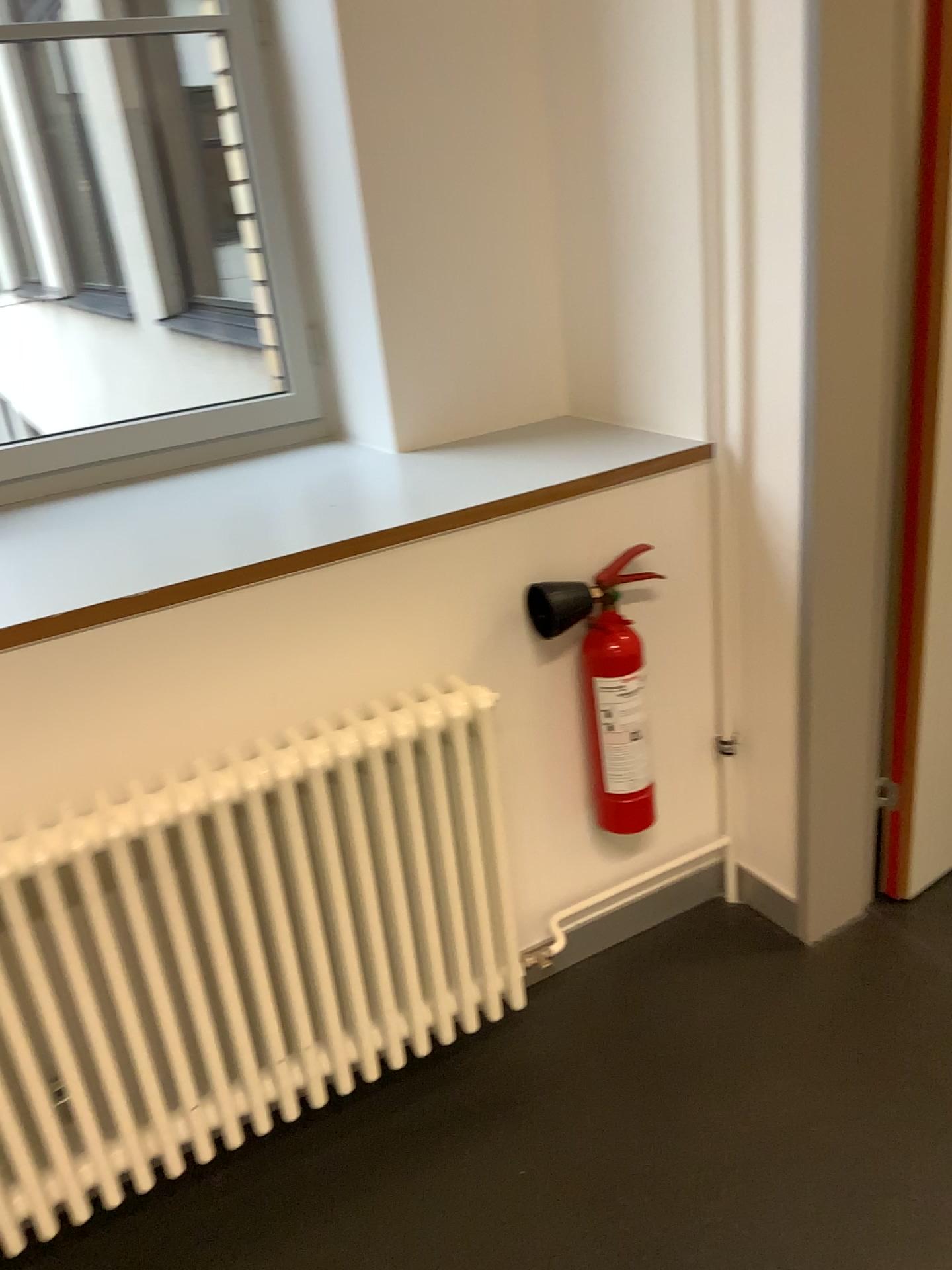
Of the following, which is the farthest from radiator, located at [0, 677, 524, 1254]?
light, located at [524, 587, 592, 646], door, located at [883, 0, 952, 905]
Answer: door, located at [883, 0, 952, 905]

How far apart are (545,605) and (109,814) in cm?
77

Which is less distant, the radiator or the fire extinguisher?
the radiator

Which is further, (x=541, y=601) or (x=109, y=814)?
(x=541, y=601)

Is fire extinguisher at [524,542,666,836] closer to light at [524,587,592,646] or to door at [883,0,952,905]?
light at [524,587,592,646]

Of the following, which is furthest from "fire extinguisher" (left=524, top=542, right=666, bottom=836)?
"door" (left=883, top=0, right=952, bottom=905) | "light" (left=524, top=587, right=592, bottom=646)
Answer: "door" (left=883, top=0, right=952, bottom=905)

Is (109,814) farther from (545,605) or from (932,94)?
(932,94)

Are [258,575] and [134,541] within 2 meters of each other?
yes

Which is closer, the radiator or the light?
the radiator

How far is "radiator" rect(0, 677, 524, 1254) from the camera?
1.43m
